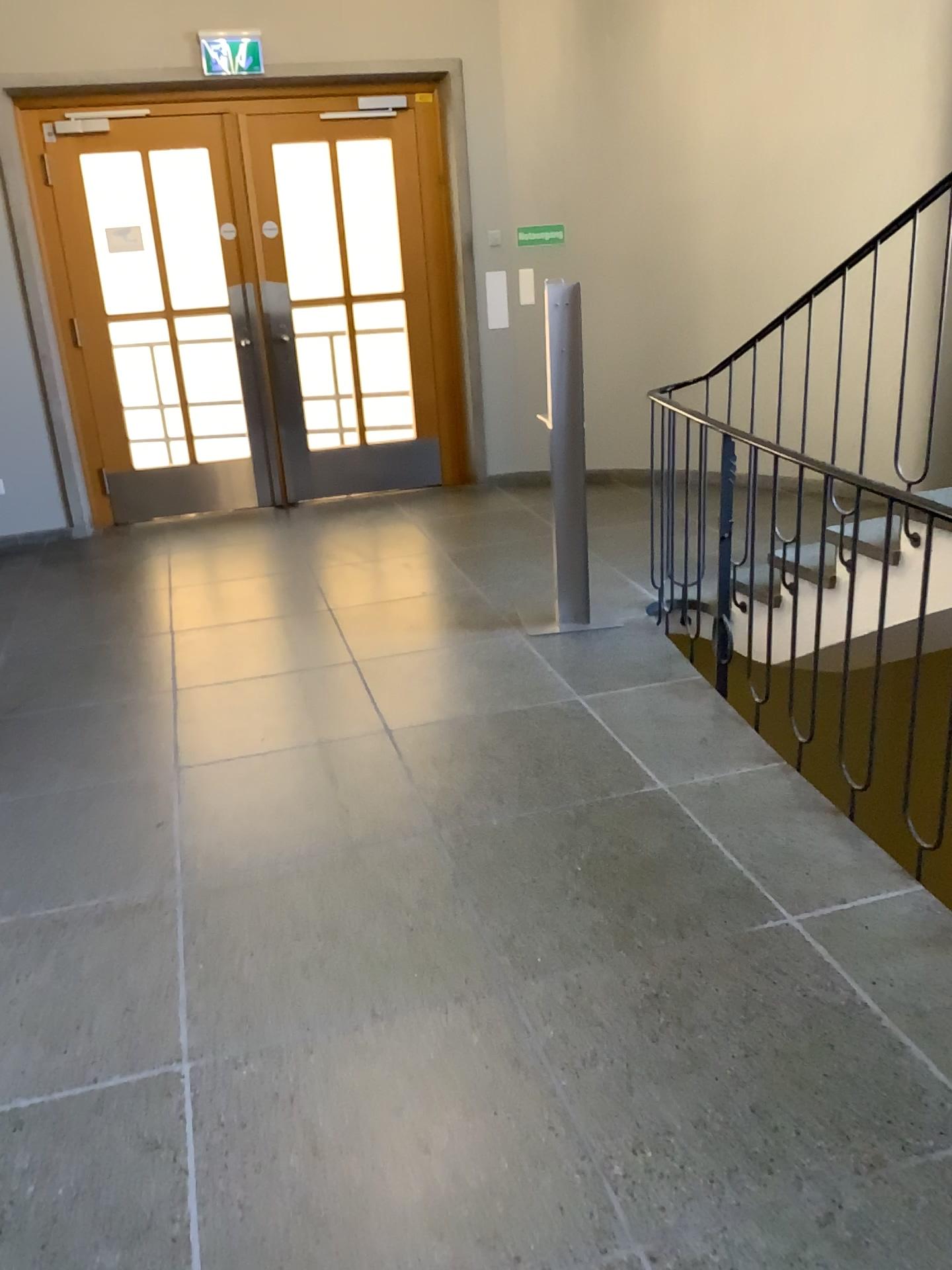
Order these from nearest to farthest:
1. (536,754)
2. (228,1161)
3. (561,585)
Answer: (228,1161), (536,754), (561,585)
